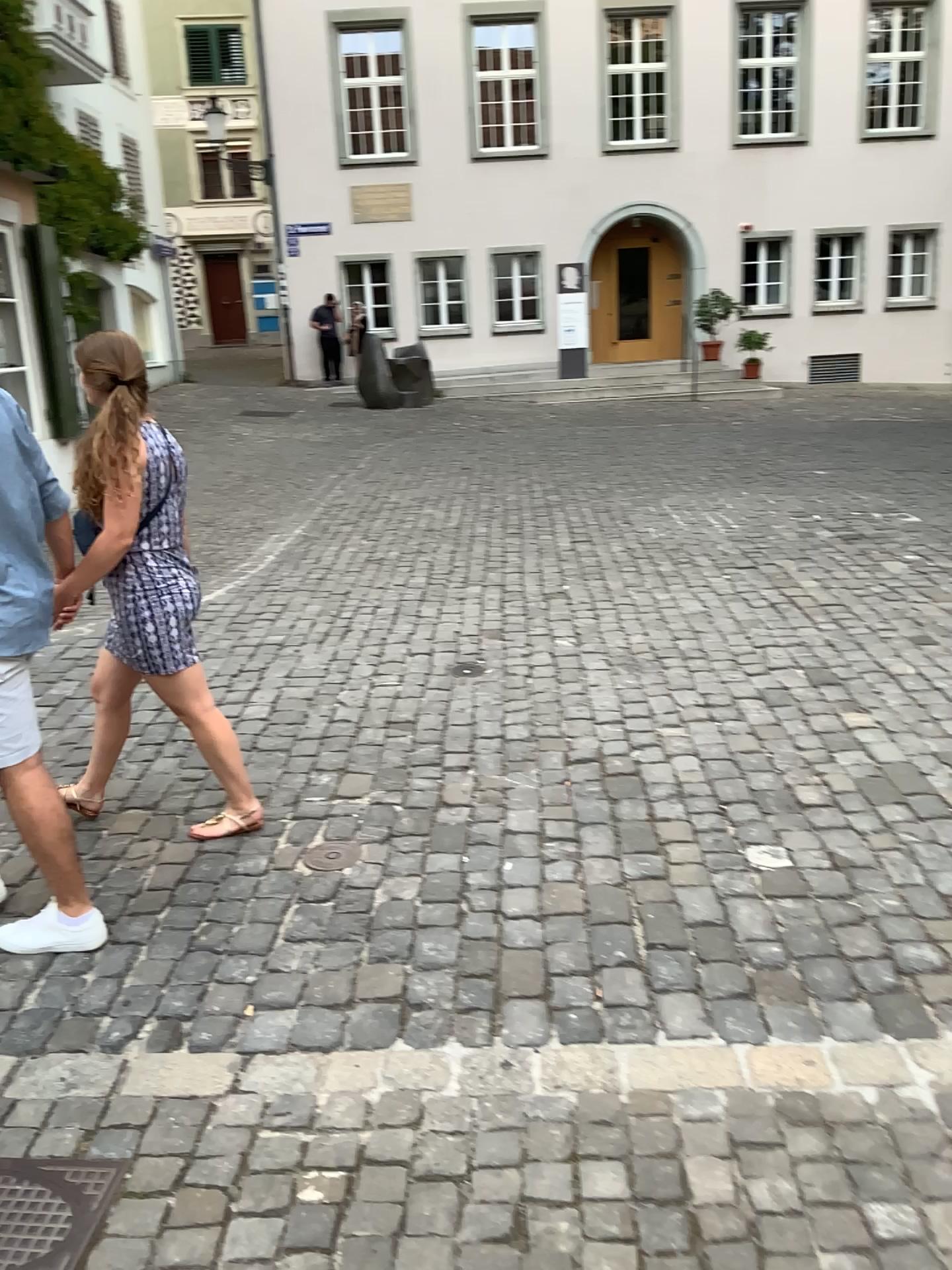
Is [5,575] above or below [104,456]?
below

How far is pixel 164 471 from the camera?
3.2m

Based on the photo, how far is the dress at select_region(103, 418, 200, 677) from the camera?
3.2m

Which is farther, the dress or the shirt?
the dress

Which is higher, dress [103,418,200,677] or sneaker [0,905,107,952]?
dress [103,418,200,677]

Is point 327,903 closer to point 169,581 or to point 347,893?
point 347,893

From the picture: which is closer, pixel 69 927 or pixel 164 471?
pixel 69 927

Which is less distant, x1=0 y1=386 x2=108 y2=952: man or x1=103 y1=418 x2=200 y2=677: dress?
x1=0 y1=386 x2=108 y2=952: man

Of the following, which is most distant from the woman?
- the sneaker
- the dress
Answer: the sneaker

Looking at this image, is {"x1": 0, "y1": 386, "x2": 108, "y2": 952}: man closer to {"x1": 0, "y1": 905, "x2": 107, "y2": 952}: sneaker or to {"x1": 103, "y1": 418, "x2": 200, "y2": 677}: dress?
{"x1": 0, "y1": 905, "x2": 107, "y2": 952}: sneaker
